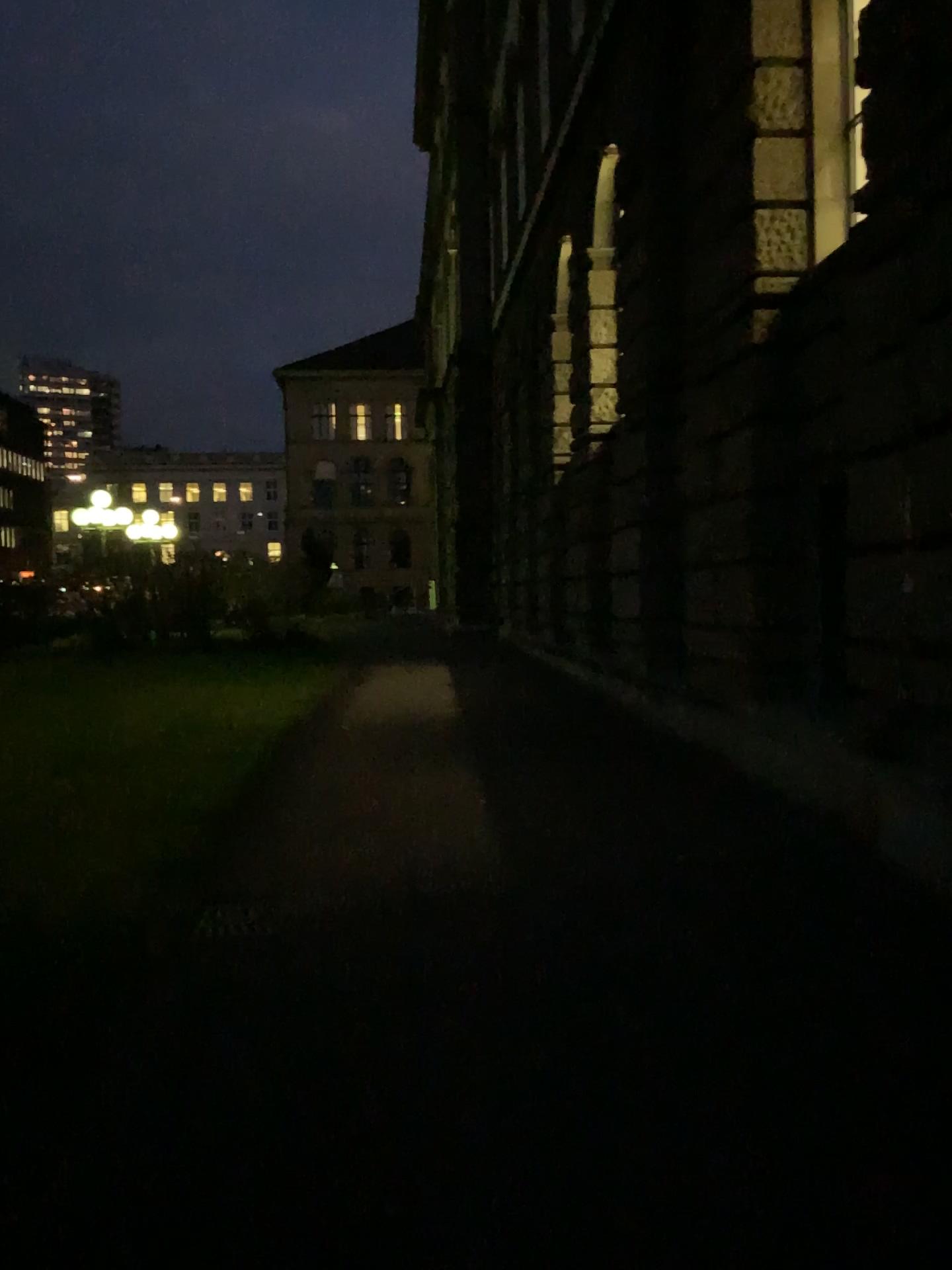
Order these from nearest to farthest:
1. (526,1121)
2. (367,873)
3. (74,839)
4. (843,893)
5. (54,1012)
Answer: (526,1121), (54,1012), (843,893), (367,873), (74,839)
